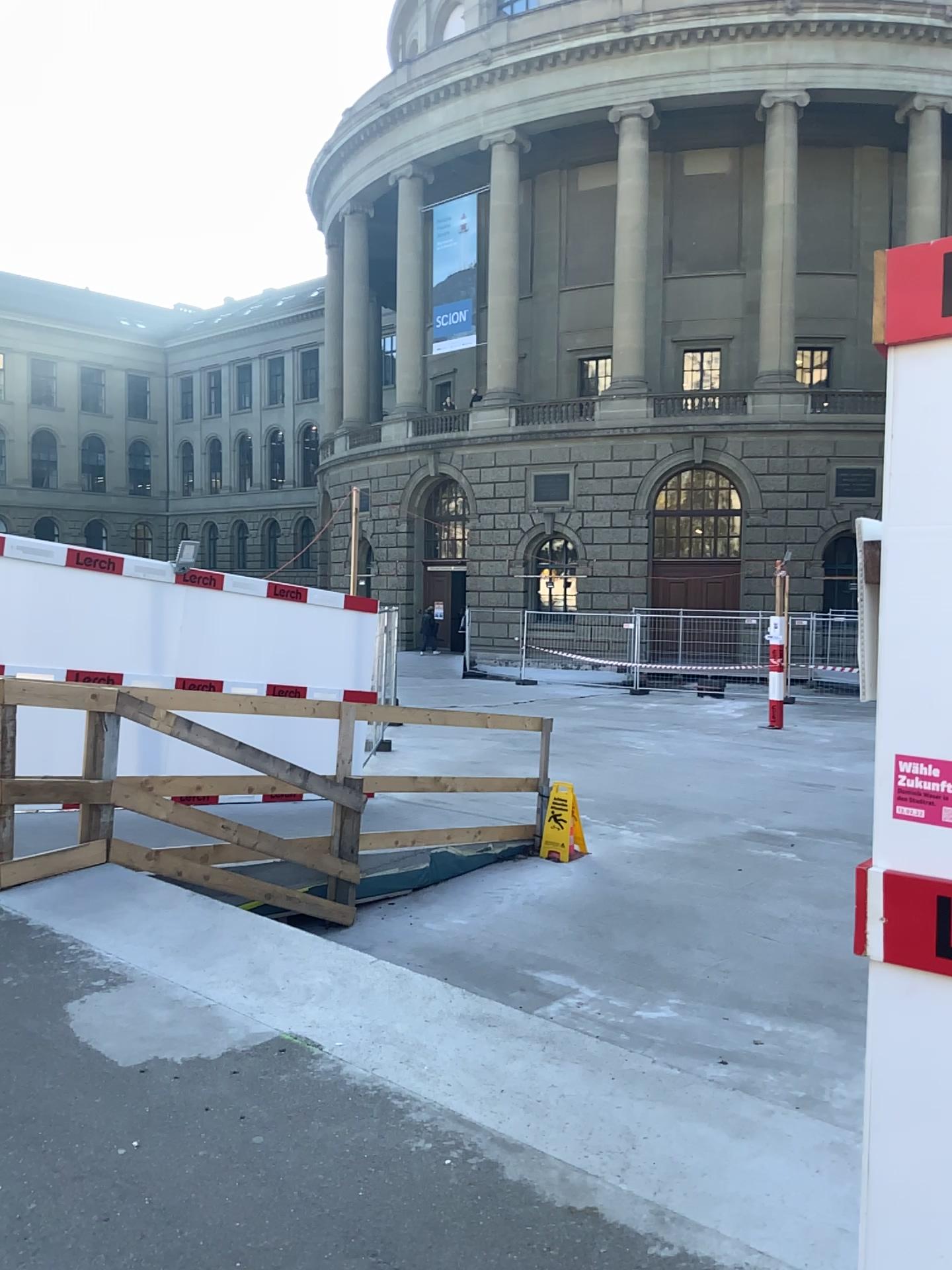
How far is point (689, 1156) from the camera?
2.81m
